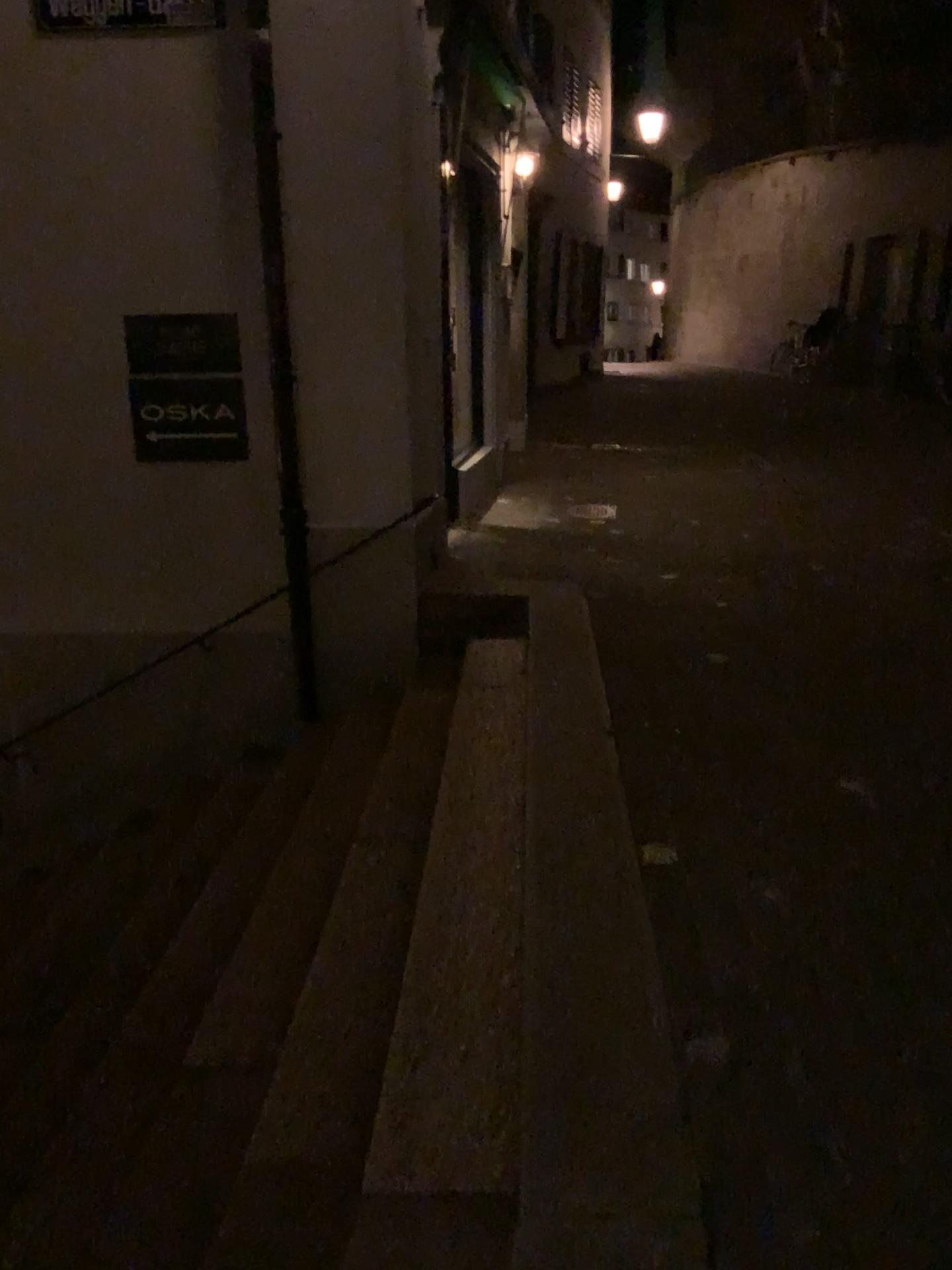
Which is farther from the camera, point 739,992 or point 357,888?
point 357,888
